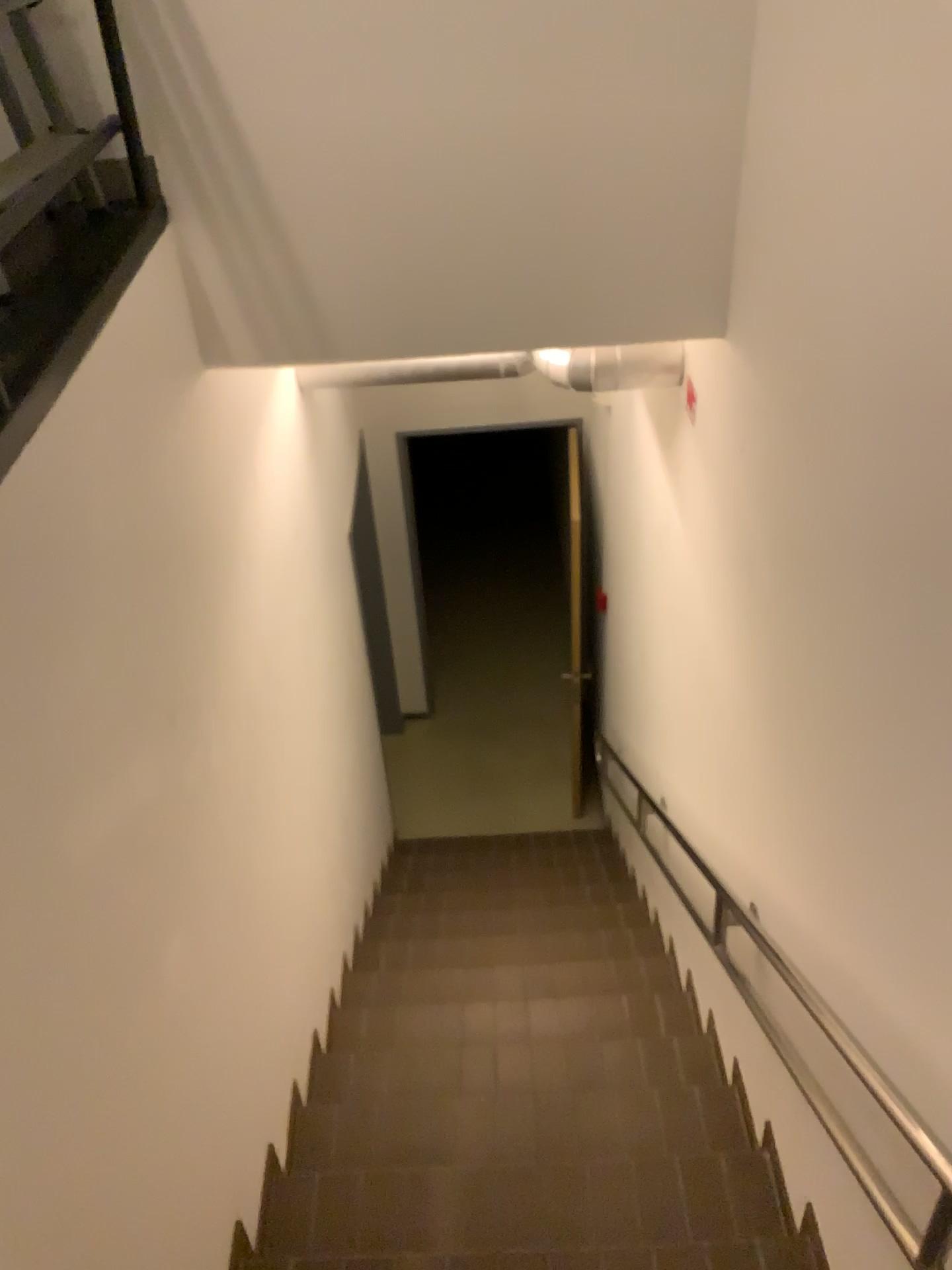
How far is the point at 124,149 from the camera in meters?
2.0
